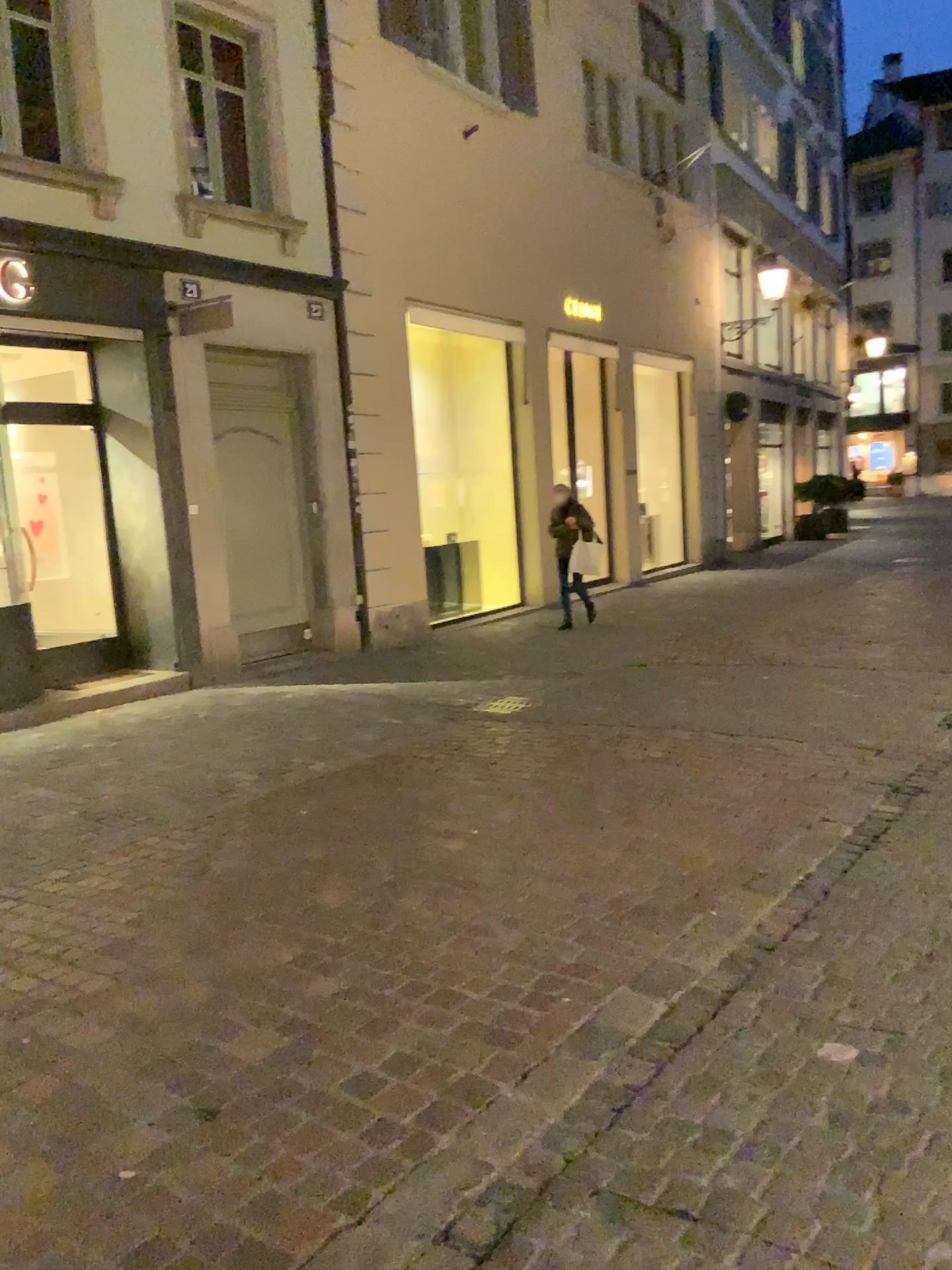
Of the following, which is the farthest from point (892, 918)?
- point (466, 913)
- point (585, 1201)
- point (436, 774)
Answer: point (436, 774)
